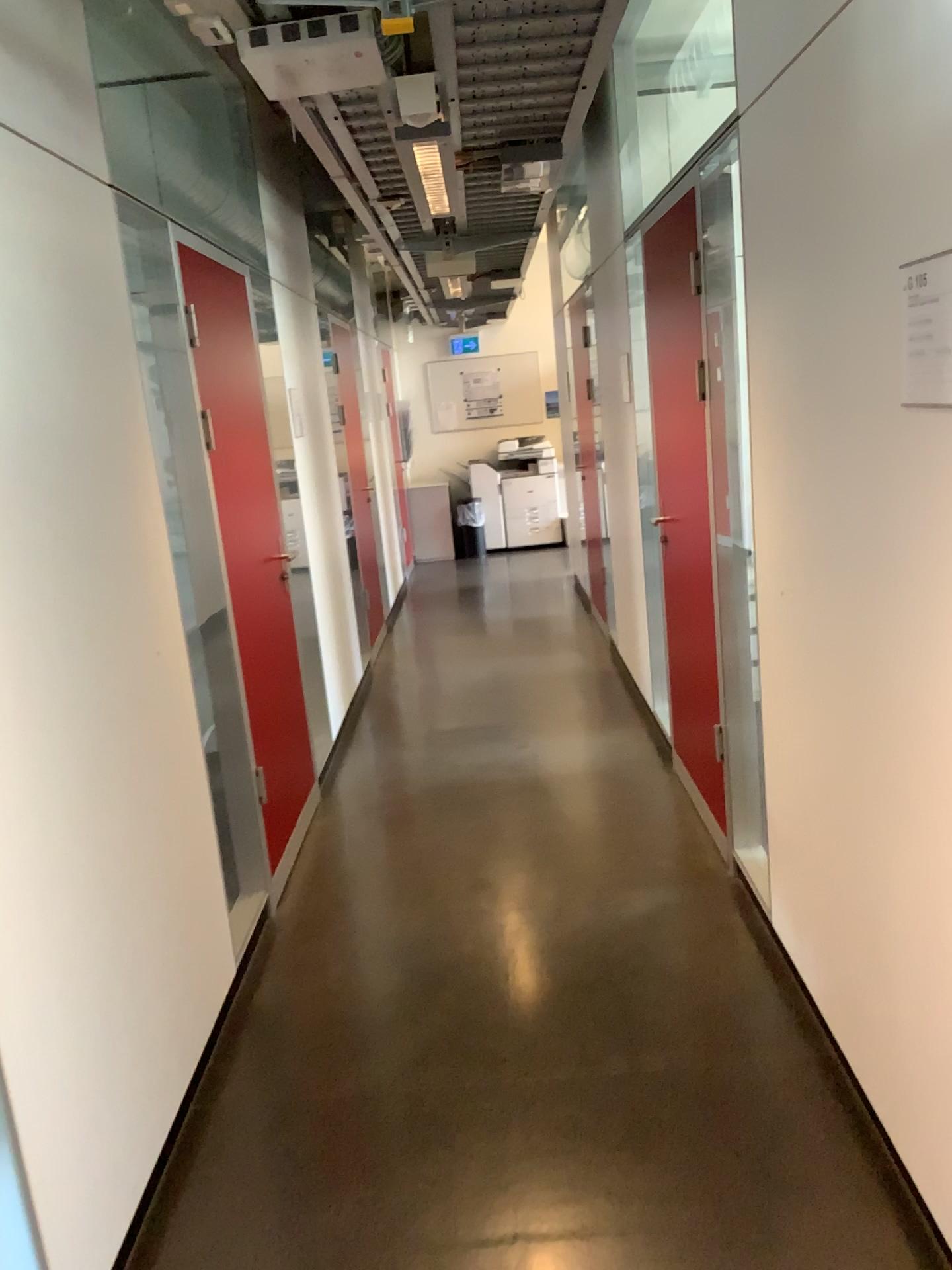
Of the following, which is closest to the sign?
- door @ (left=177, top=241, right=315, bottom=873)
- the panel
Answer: the panel

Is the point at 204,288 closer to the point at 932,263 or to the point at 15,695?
the point at 15,695

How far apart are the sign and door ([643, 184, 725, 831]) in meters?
1.7 m

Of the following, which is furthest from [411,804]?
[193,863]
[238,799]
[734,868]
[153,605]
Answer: [153,605]

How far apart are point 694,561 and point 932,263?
2.03m

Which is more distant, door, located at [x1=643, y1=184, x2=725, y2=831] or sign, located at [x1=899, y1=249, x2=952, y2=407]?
door, located at [x1=643, y1=184, x2=725, y2=831]

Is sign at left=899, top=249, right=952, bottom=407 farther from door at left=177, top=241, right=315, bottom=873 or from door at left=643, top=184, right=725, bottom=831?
door at left=177, top=241, right=315, bottom=873

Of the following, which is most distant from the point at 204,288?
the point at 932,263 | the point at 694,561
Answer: the point at 932,263

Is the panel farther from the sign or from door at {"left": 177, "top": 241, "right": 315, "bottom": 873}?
the sign

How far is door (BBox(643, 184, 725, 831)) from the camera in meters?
3.5 m
